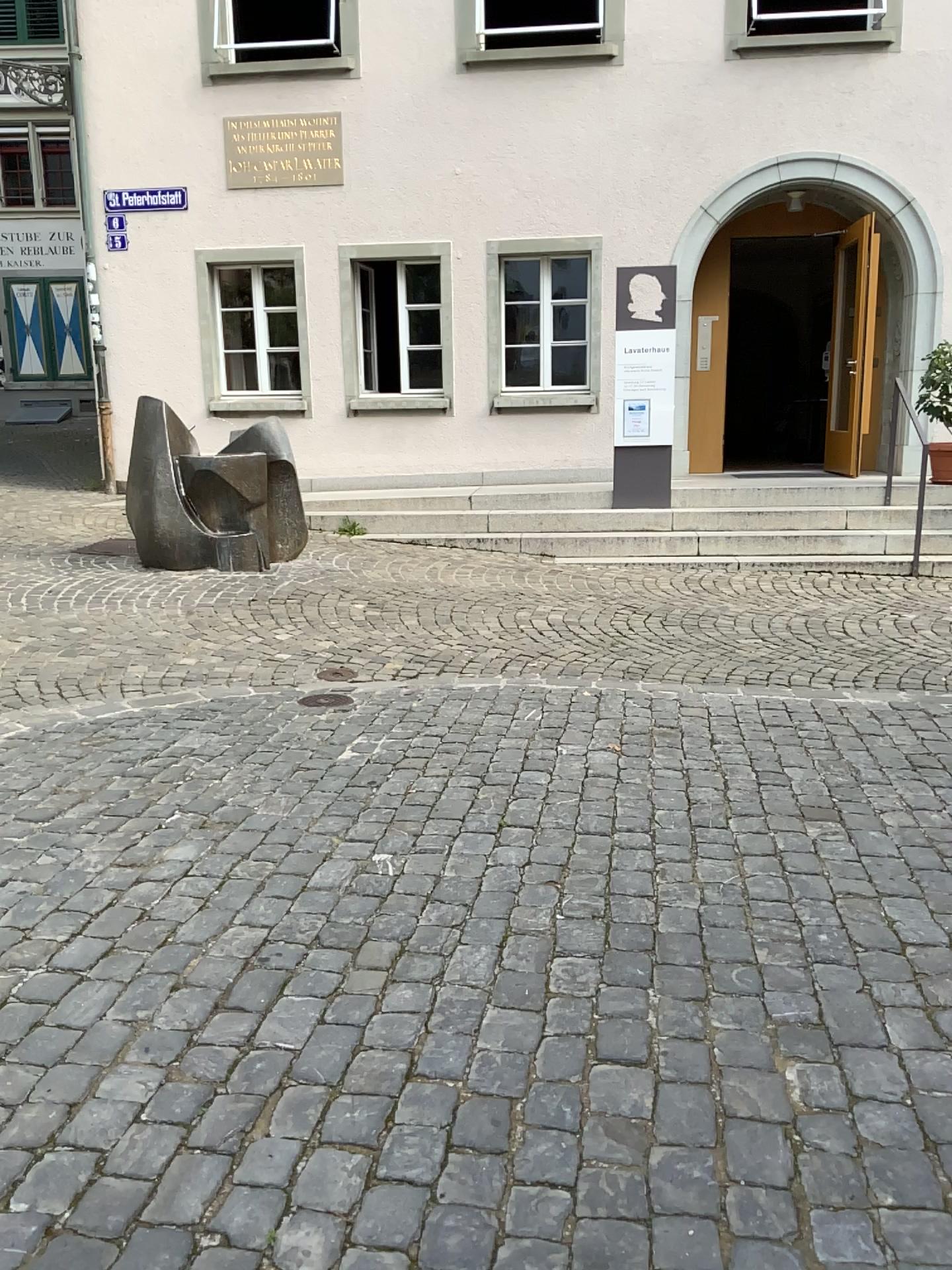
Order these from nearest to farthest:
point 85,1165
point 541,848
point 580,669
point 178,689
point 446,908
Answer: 1. point 85,1165
2. point 446,908
3. point 541,848
4. point 178,689
5. point 580,669
